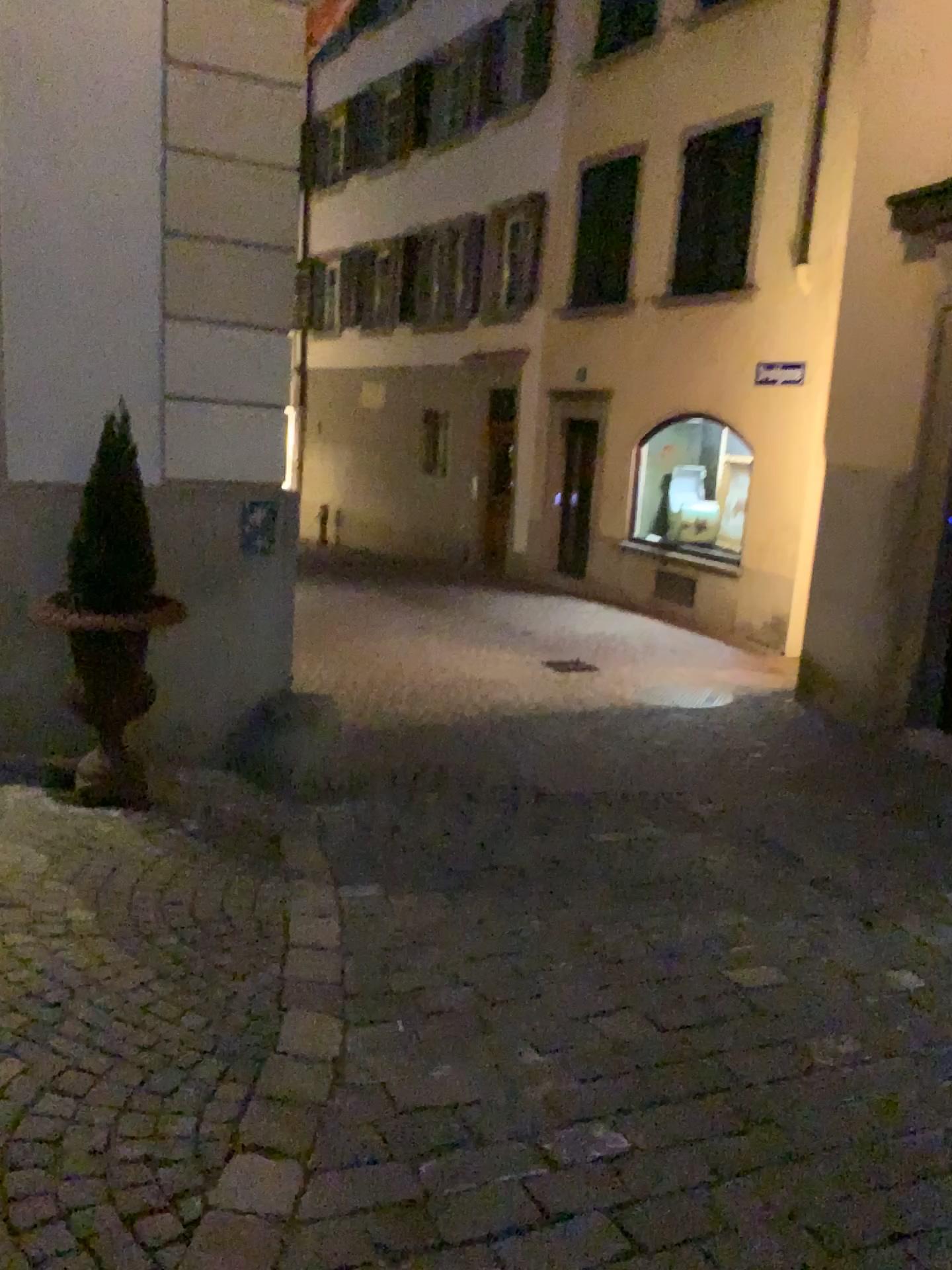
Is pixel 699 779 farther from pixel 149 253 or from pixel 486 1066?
pixel 149 253

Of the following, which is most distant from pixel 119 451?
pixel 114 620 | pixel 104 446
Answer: pixel 114 620

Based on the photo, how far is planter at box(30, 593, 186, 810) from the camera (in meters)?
3.70

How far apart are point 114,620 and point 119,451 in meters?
0.6

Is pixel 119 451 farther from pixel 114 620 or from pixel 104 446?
pixel 114 620

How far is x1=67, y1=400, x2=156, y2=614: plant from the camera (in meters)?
3.65

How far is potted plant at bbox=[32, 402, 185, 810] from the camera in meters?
3.7
